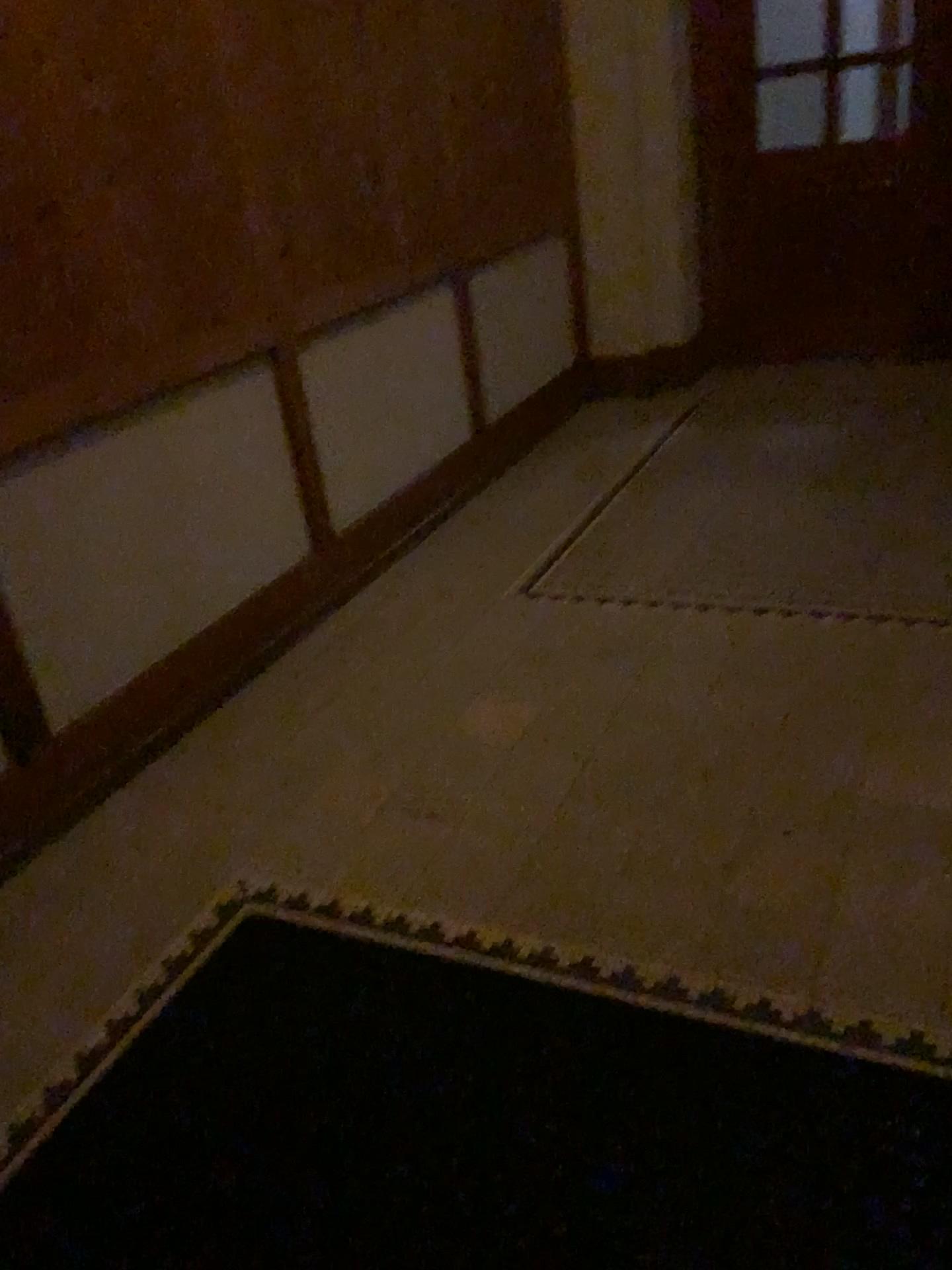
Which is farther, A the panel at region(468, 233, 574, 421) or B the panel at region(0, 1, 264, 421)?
A the panel at region(468, 233, 574, 421)

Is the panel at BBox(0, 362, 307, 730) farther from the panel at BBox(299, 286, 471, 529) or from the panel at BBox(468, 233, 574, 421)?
the panel at BBox(468, 233, 574, 421)

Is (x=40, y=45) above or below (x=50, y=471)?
above

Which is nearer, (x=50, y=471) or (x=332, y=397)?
(x=50, y=471)

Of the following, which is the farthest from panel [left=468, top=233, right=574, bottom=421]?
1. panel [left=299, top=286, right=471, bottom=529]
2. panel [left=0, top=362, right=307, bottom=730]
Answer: panel [left=0, top=362, right=307, bottom=730]

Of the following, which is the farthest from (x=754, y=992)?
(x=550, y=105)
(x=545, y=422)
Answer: (x=550, y=105)

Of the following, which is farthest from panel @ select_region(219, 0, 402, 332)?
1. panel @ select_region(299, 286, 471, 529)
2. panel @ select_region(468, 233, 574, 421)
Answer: panel @ select_region(468, 233, 574, 421)

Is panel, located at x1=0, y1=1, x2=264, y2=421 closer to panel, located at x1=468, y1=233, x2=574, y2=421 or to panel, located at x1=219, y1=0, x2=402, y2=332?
panel, located at x1=219, y1=0, x2=402, y2=332

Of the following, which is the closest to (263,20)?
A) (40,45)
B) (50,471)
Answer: (40,45)

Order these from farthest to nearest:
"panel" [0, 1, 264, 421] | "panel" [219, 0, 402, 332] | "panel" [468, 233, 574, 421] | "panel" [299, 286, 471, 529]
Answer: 1. "panel" [468, 233, 574, 421]
2. "panel" [299, 286, 471, 529]
3. "panel" [219, 0, 402, 332]
4. "panel" [0, 1, 264, 421]
